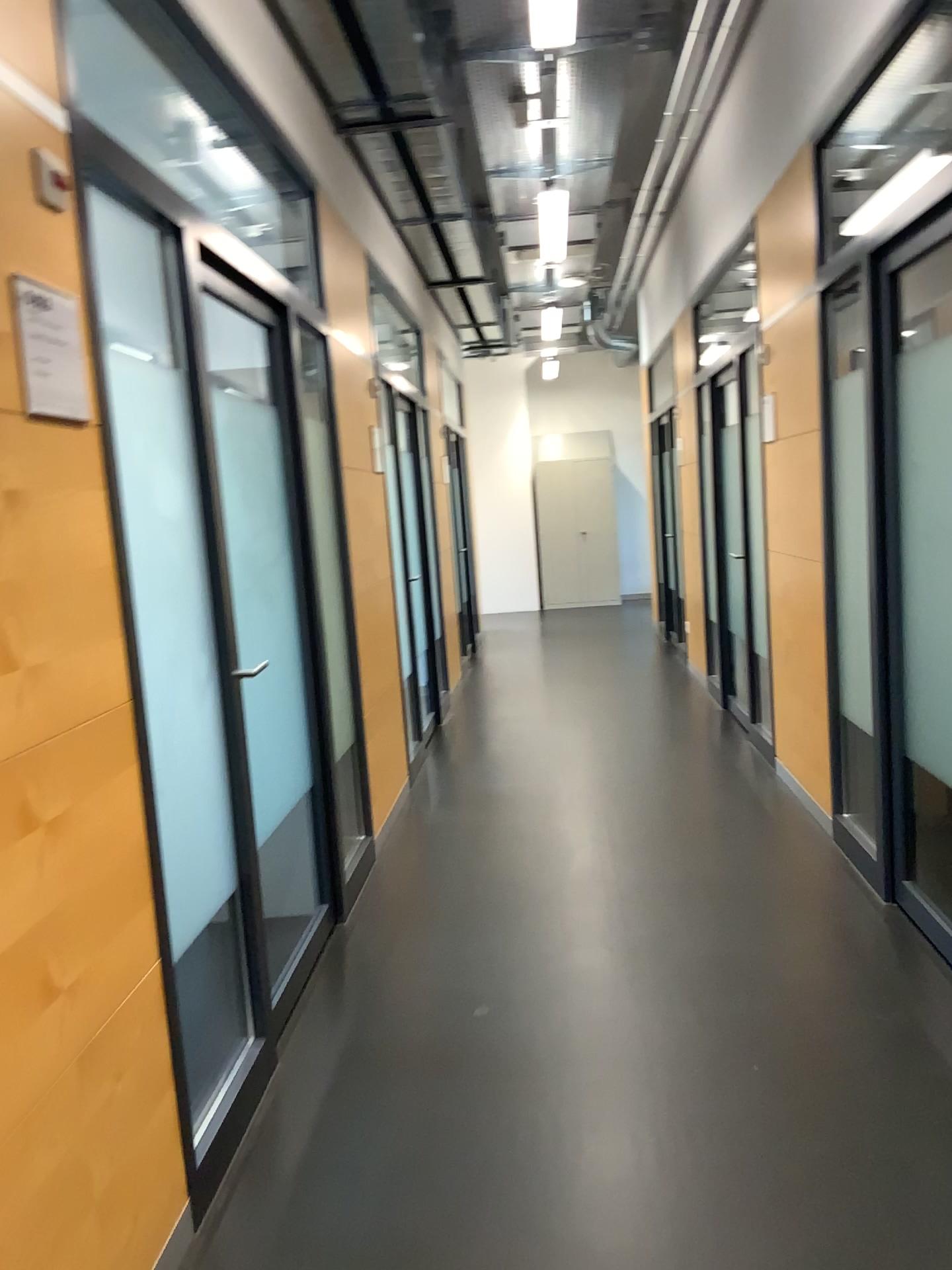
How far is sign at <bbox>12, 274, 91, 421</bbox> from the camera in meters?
1.7 m

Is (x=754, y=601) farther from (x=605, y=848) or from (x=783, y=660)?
(x=605, y=848)

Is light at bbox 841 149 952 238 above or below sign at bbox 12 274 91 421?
above

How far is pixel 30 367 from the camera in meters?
1.7 m

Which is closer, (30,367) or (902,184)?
(30,367)

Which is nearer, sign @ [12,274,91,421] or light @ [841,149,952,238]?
sign @ [12,274,91,421]

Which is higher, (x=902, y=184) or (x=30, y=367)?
(x=902, y=184)
